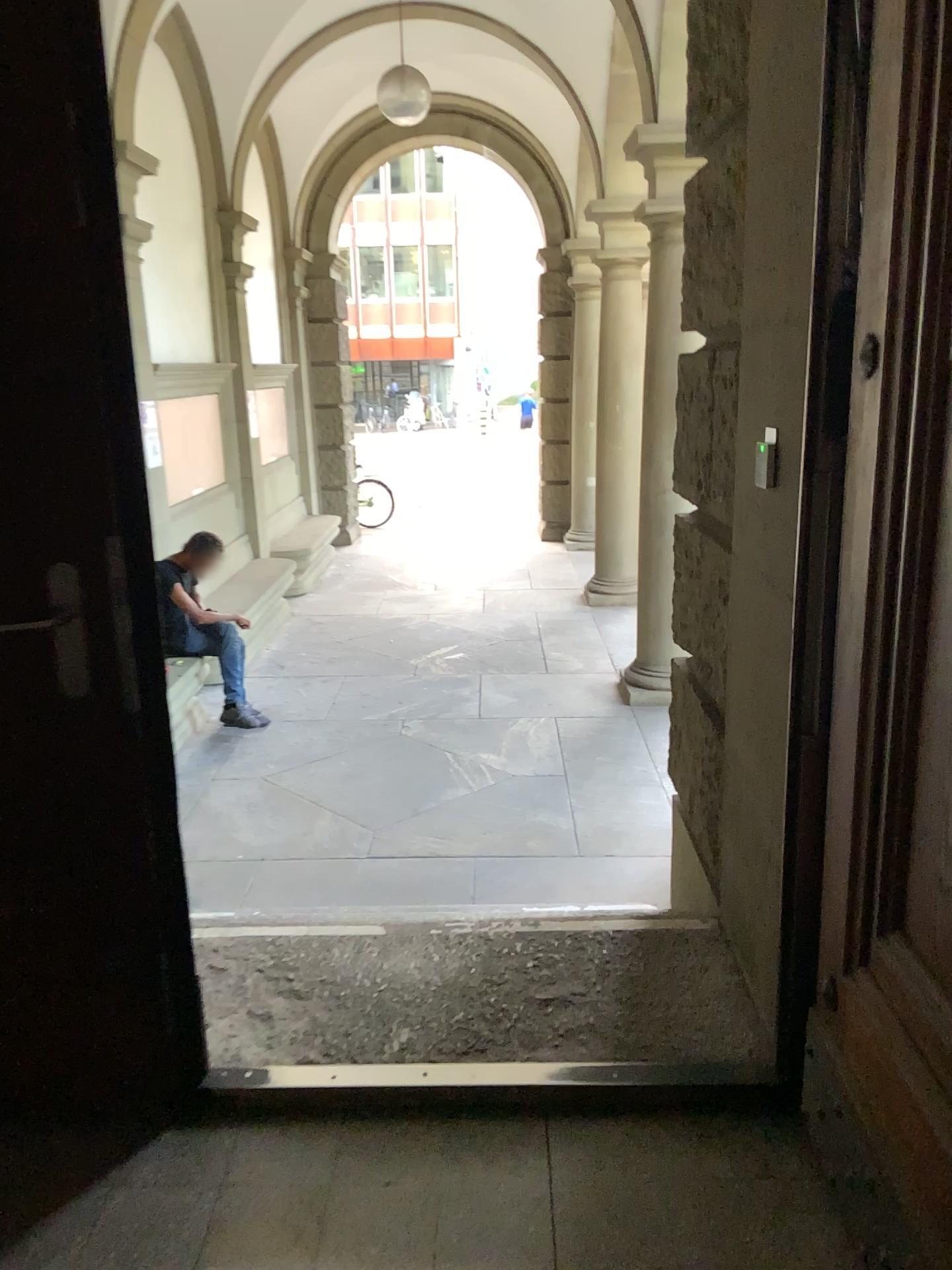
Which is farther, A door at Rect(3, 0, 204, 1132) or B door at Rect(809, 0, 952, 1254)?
A door at Rect(3, 0, 204, 1132)

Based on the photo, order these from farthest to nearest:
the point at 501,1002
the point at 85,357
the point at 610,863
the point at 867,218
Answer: the point at 610,863
the point at 501,1002
the point at 85,357
the point at 867,218

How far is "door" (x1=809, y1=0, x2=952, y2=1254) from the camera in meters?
1.4 m

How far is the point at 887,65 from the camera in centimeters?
140cm

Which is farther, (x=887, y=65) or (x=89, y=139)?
(x=89, y=139)
